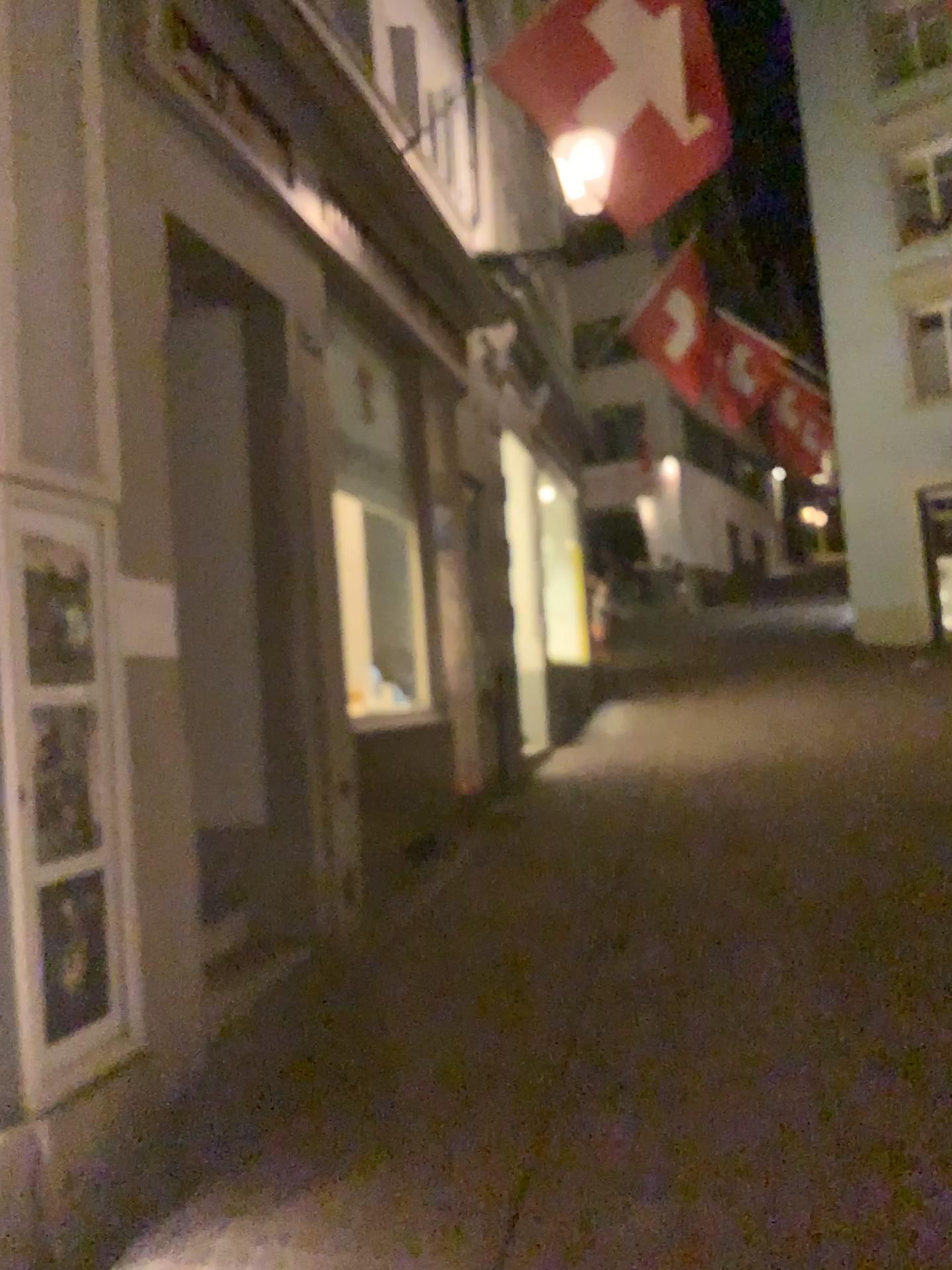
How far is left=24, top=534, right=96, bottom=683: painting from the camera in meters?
2.9 m

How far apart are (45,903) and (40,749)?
0.40m

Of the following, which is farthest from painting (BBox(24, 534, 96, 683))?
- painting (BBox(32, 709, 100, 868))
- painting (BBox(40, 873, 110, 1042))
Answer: painting (BBox(40, 873, 110, 1042))

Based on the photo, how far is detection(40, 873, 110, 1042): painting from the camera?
2.83m

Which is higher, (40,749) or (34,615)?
(34,615)

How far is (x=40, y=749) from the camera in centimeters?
285cm

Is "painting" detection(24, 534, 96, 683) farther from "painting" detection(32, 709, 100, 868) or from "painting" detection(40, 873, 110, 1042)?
"painting" detection(40, 873, 110, 1042)

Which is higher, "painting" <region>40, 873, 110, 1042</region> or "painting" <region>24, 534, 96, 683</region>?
"painting" <region>24, 534, 96, 683</region>

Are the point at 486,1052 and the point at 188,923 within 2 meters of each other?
yes

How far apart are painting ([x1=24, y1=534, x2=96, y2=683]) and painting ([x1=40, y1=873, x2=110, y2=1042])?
0.6m
